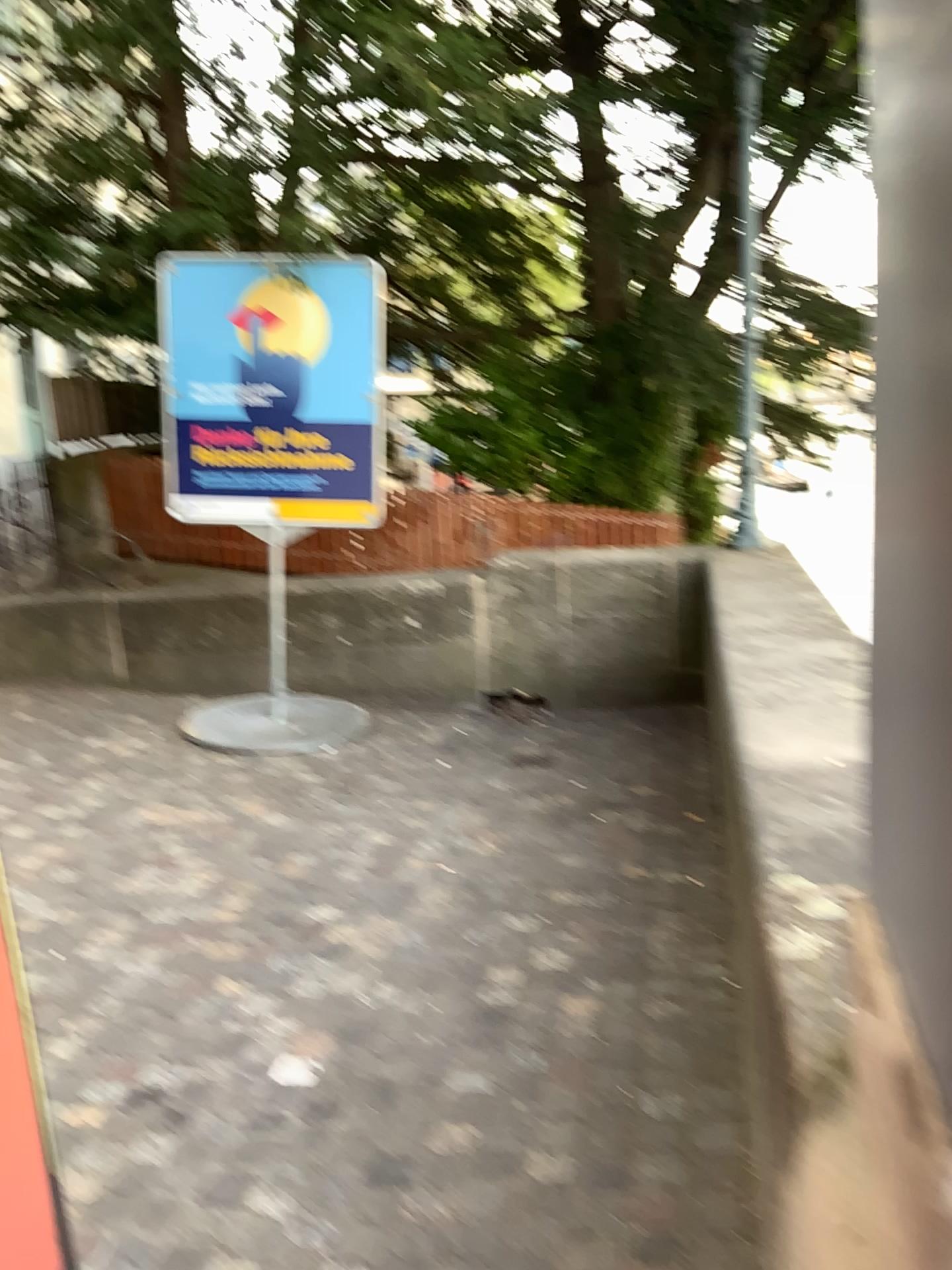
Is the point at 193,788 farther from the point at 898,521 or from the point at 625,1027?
the point at 898,521

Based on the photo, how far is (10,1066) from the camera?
1.4 meters

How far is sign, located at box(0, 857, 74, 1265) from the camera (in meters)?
1.42
